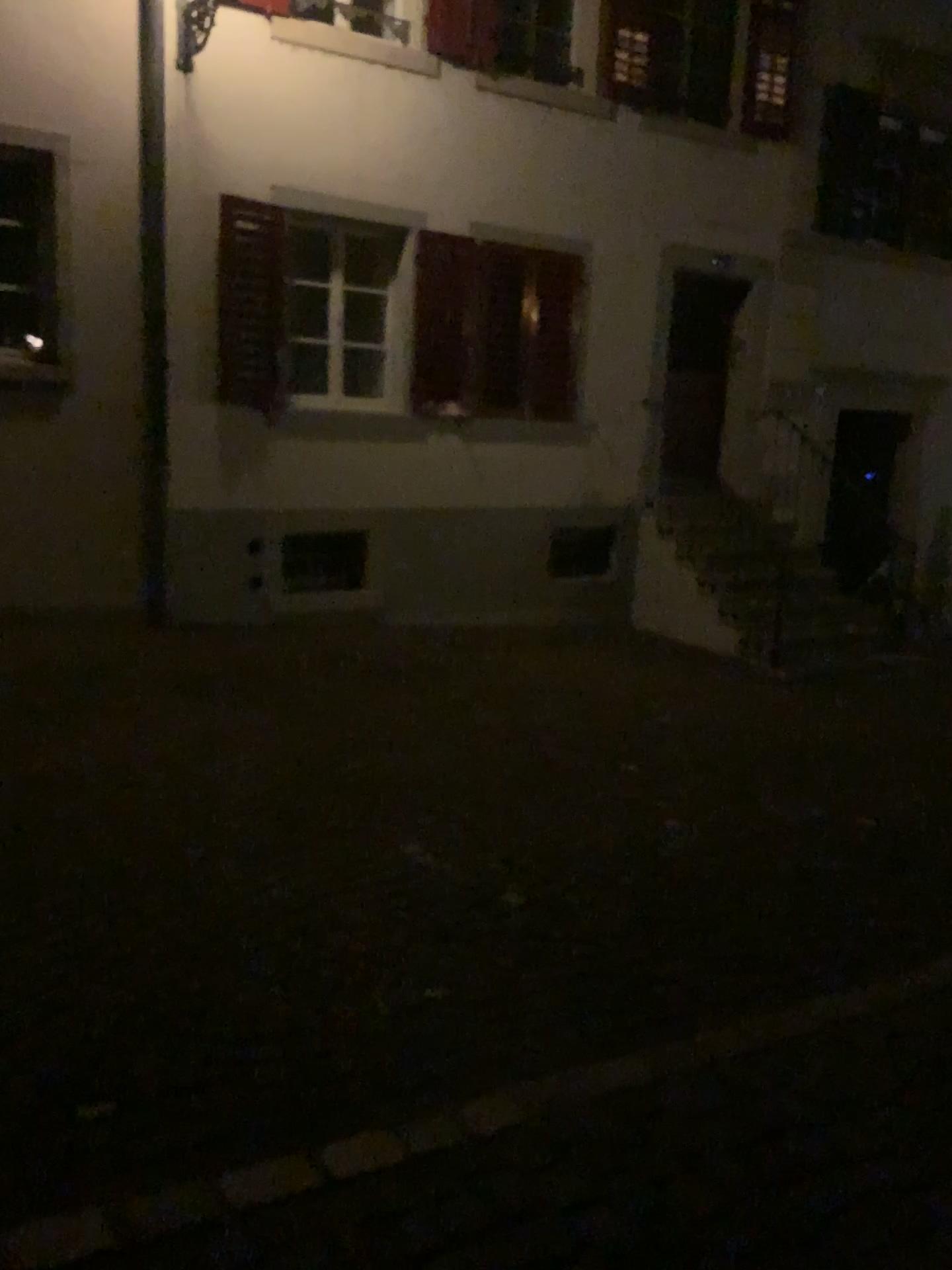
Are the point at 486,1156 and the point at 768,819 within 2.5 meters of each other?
no
